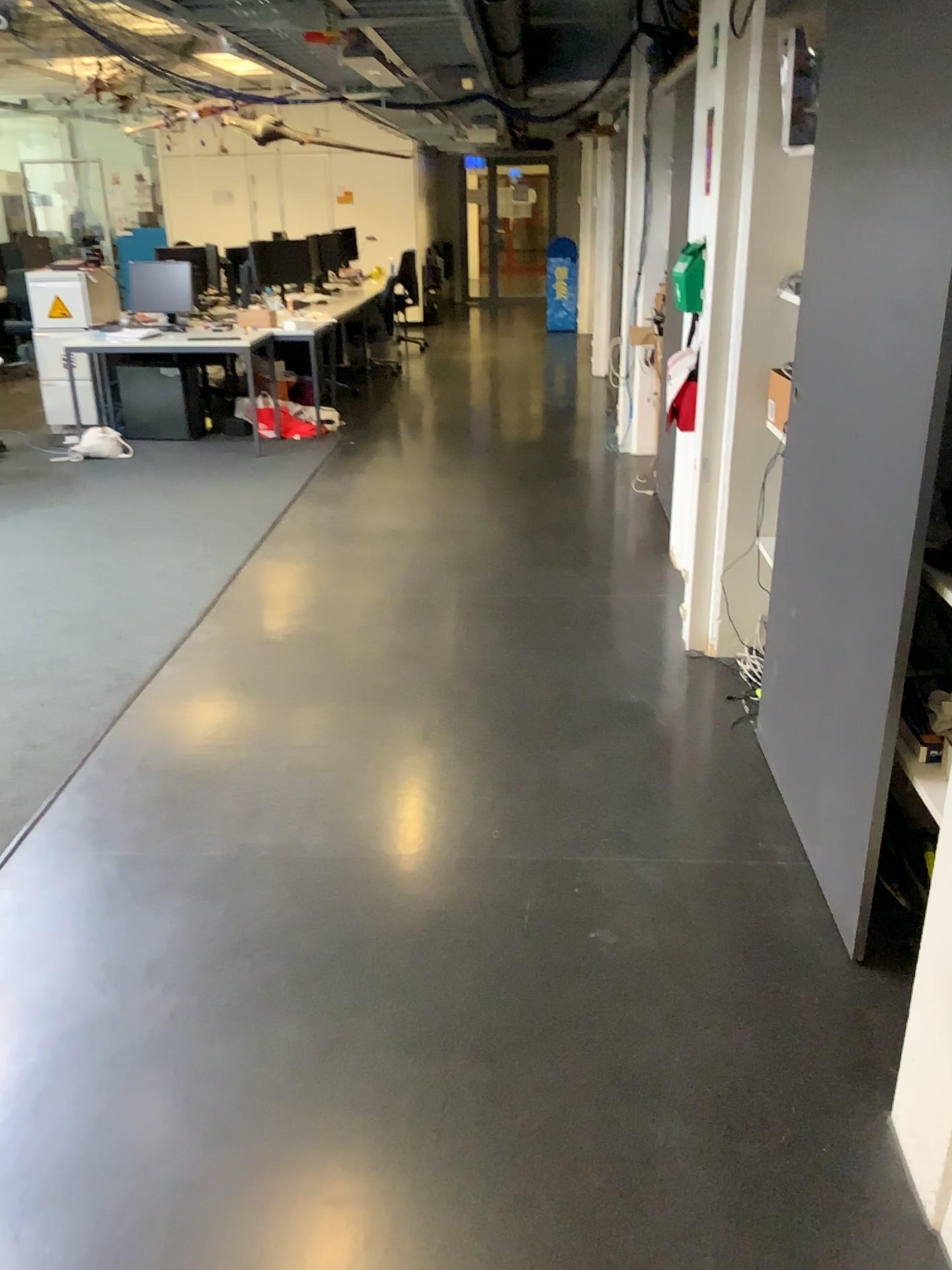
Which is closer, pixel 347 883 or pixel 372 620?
pixel 347 883
